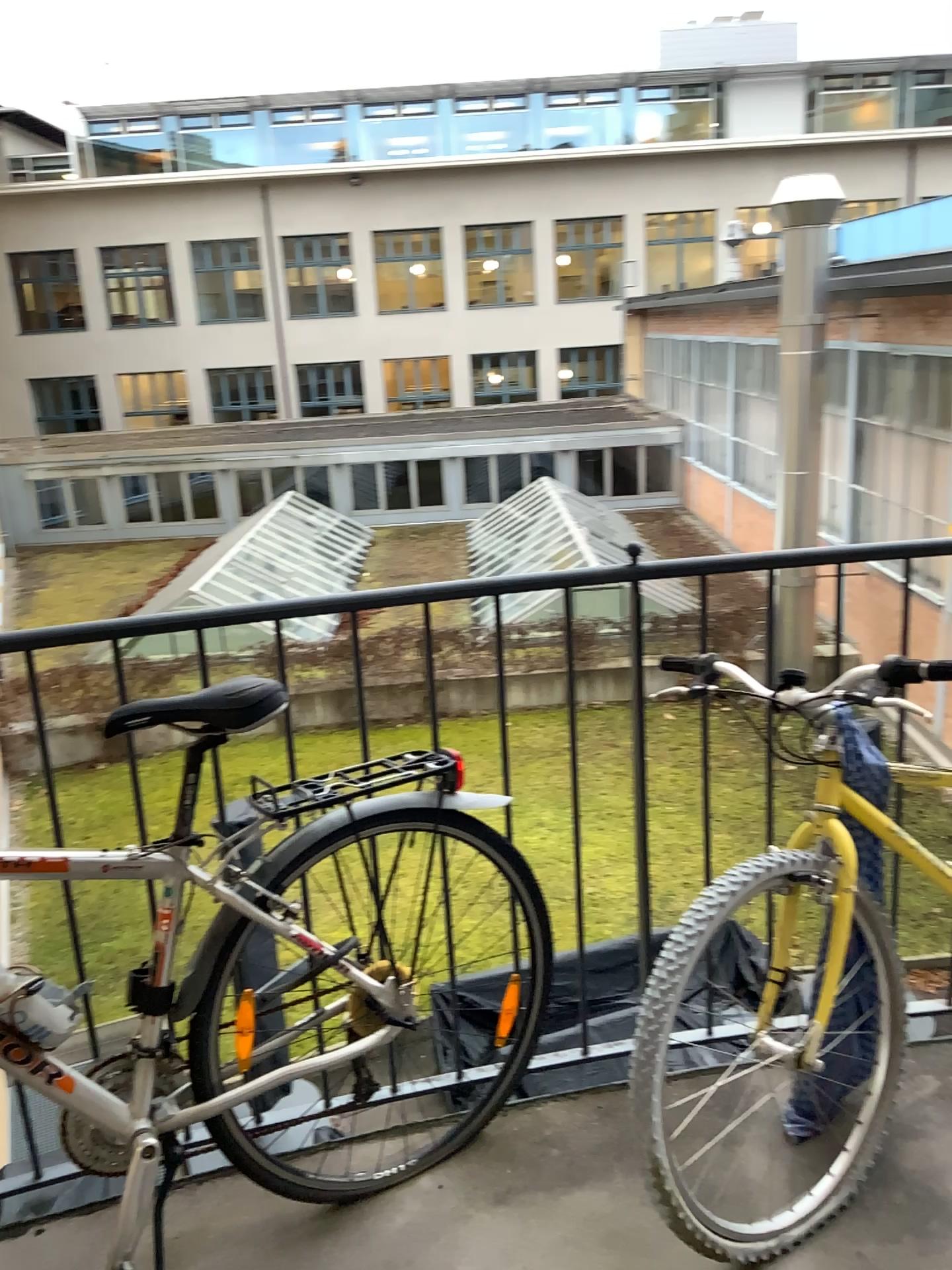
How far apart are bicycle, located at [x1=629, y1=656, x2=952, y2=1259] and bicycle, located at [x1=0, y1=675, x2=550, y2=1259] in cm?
27

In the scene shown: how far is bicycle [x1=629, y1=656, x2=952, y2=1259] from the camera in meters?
1.8

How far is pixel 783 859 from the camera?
1.77m

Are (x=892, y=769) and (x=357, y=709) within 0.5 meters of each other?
no

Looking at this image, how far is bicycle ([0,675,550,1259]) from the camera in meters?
1.6 m

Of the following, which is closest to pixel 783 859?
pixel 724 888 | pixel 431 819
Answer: pixel 724 888

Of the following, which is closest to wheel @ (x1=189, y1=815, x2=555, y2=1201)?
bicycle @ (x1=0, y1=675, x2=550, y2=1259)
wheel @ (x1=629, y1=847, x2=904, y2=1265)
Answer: bicycle @ (x1=0, y1=675, x2=550, y2=1259)

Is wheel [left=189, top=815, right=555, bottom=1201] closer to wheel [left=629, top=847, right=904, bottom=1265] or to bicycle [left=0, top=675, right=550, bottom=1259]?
bicycle [left=0, top=675, right=550, bottom=1259]

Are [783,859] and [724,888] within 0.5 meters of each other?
yes

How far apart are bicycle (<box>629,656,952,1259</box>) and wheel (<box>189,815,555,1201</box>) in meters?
0.3
